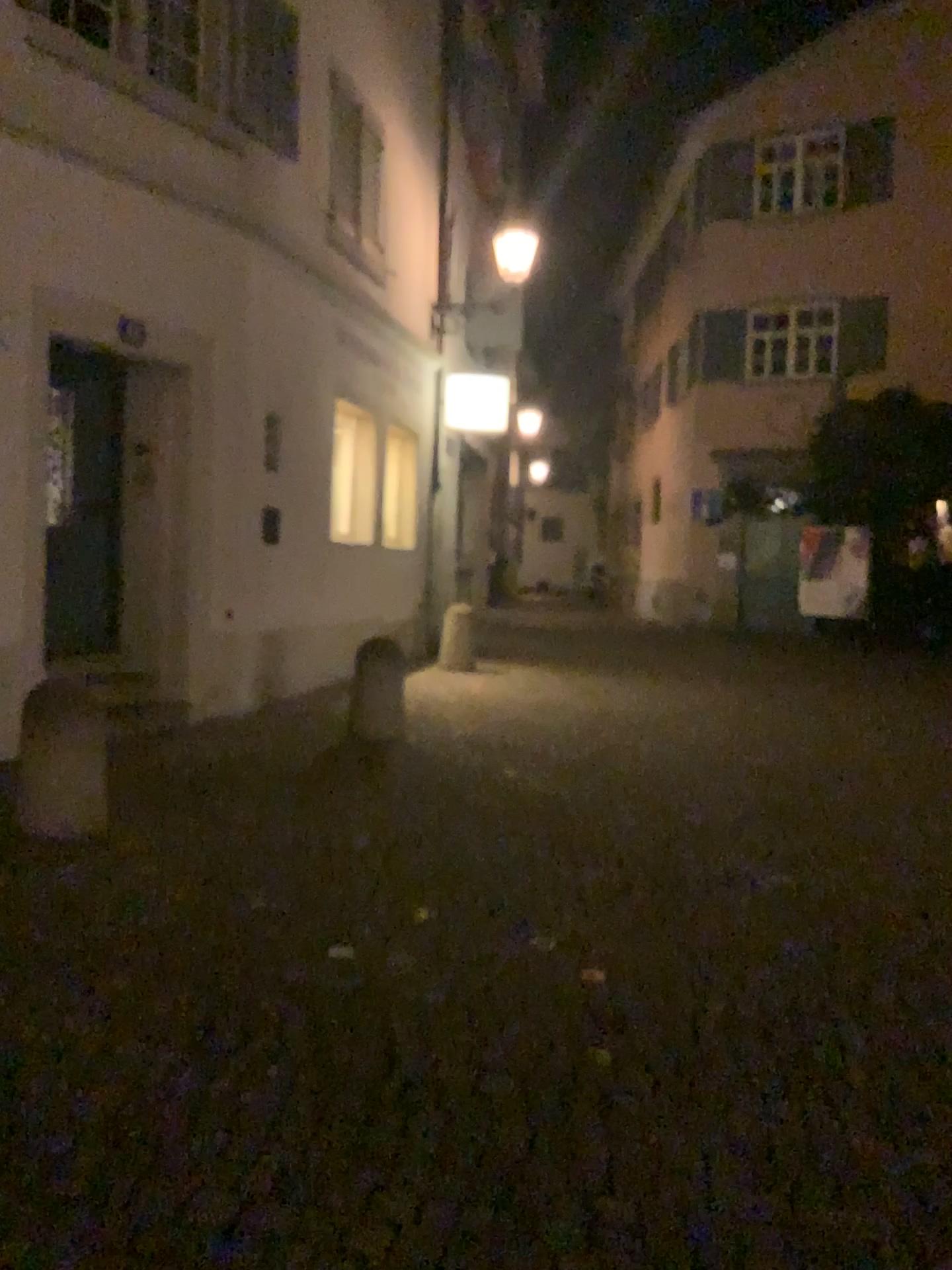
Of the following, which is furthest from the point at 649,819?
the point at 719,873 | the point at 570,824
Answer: the point at 719,873
